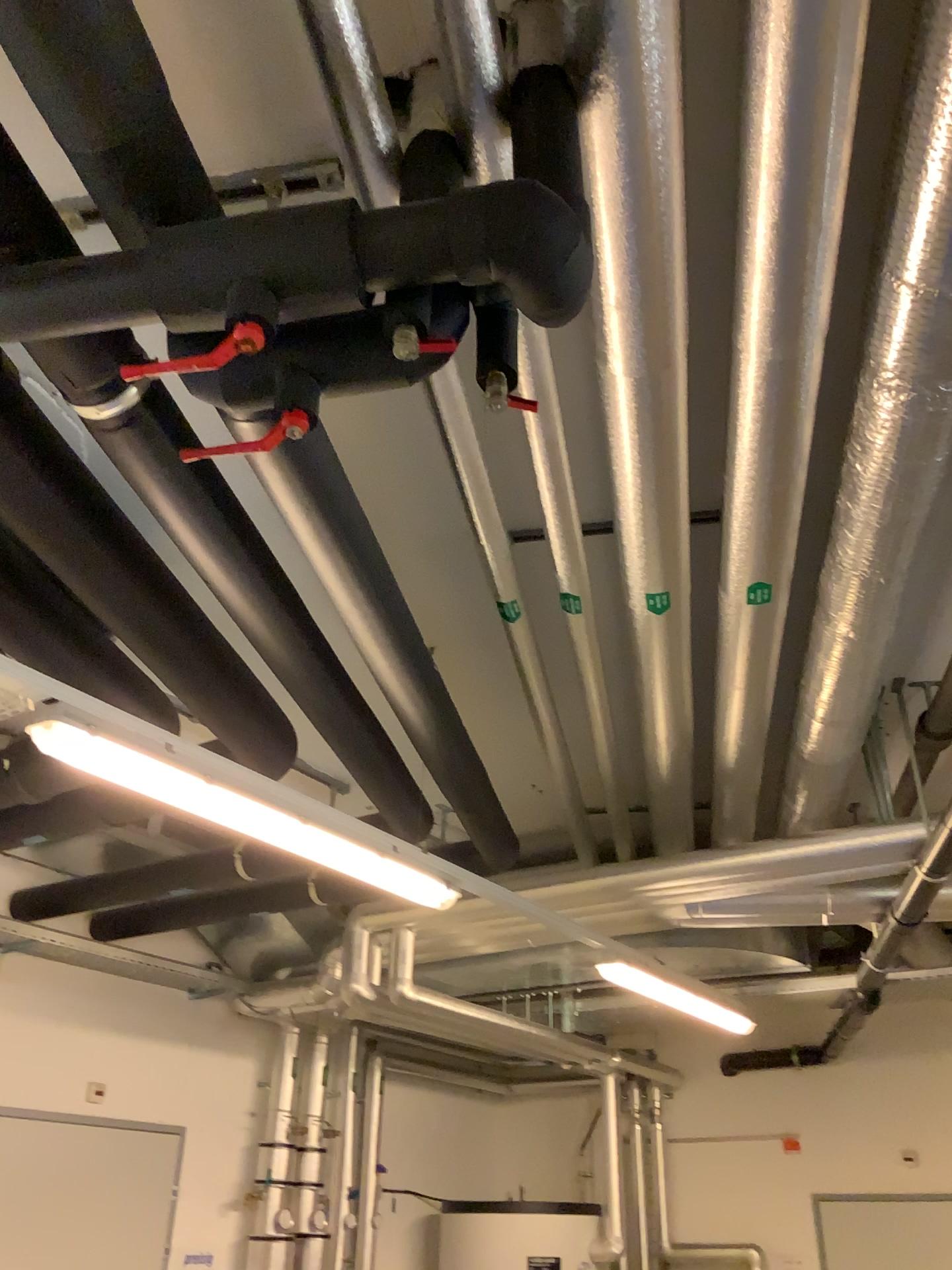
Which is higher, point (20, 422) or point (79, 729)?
point (20, 422)

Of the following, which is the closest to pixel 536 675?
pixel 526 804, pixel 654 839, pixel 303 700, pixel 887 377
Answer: pixel 526 804
